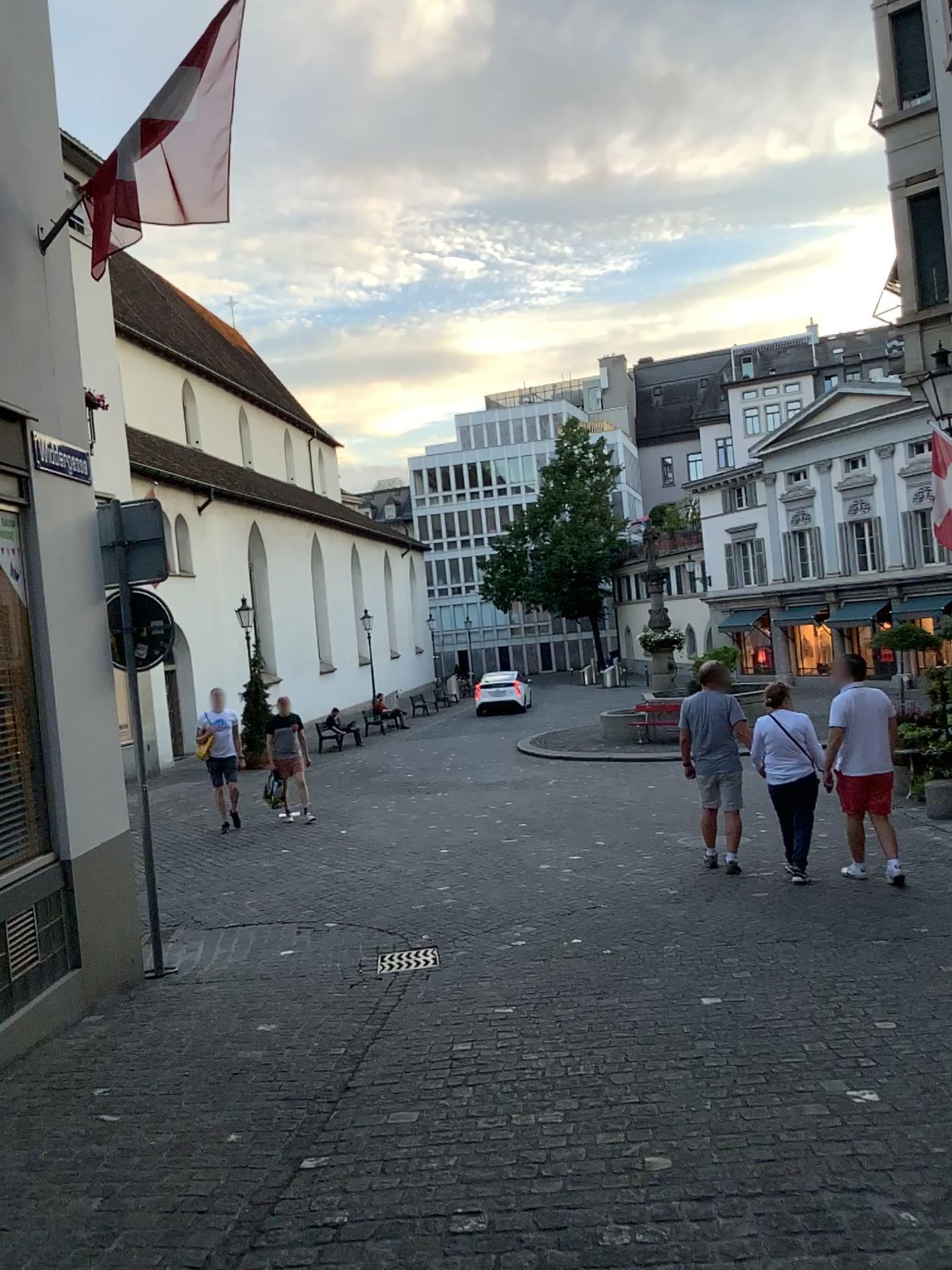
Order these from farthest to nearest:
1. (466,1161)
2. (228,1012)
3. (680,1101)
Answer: (228,1012), (680,1101), (466,1161)
